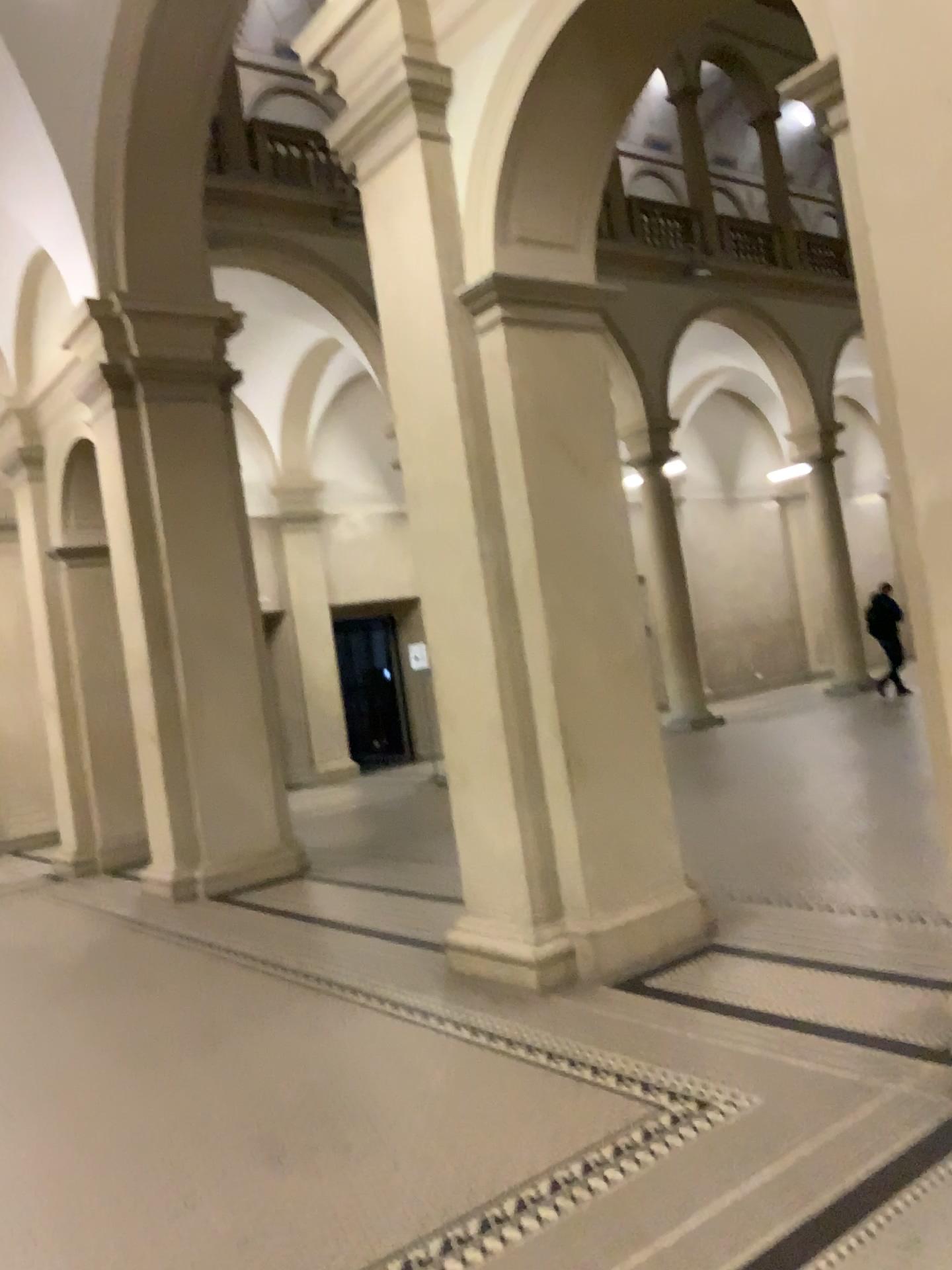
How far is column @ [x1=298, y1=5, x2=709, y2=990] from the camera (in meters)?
4.80

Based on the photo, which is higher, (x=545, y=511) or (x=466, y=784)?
(x=545, y=511)

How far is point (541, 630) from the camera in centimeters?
480cm
